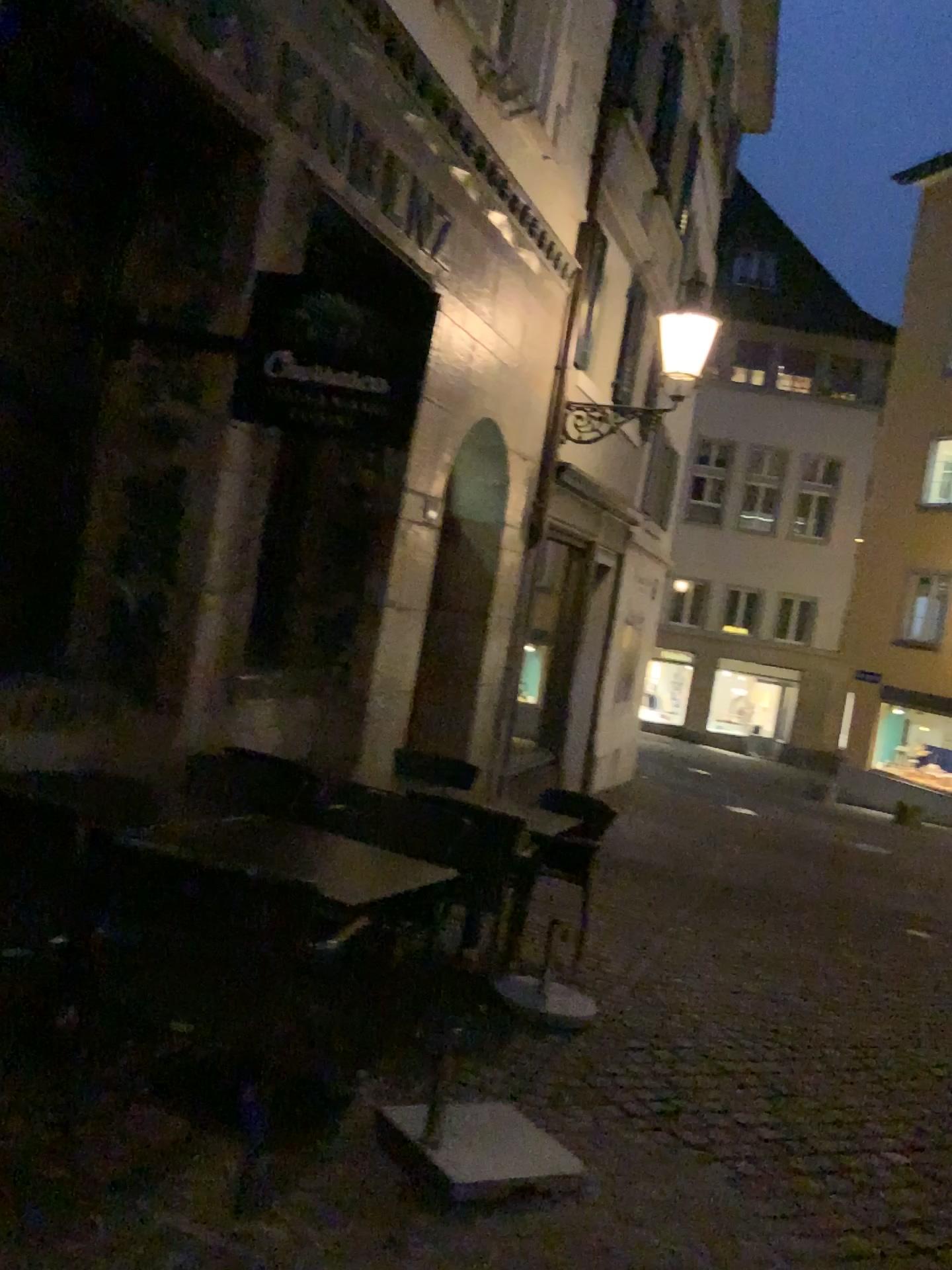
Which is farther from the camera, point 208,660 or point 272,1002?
point 208,660
